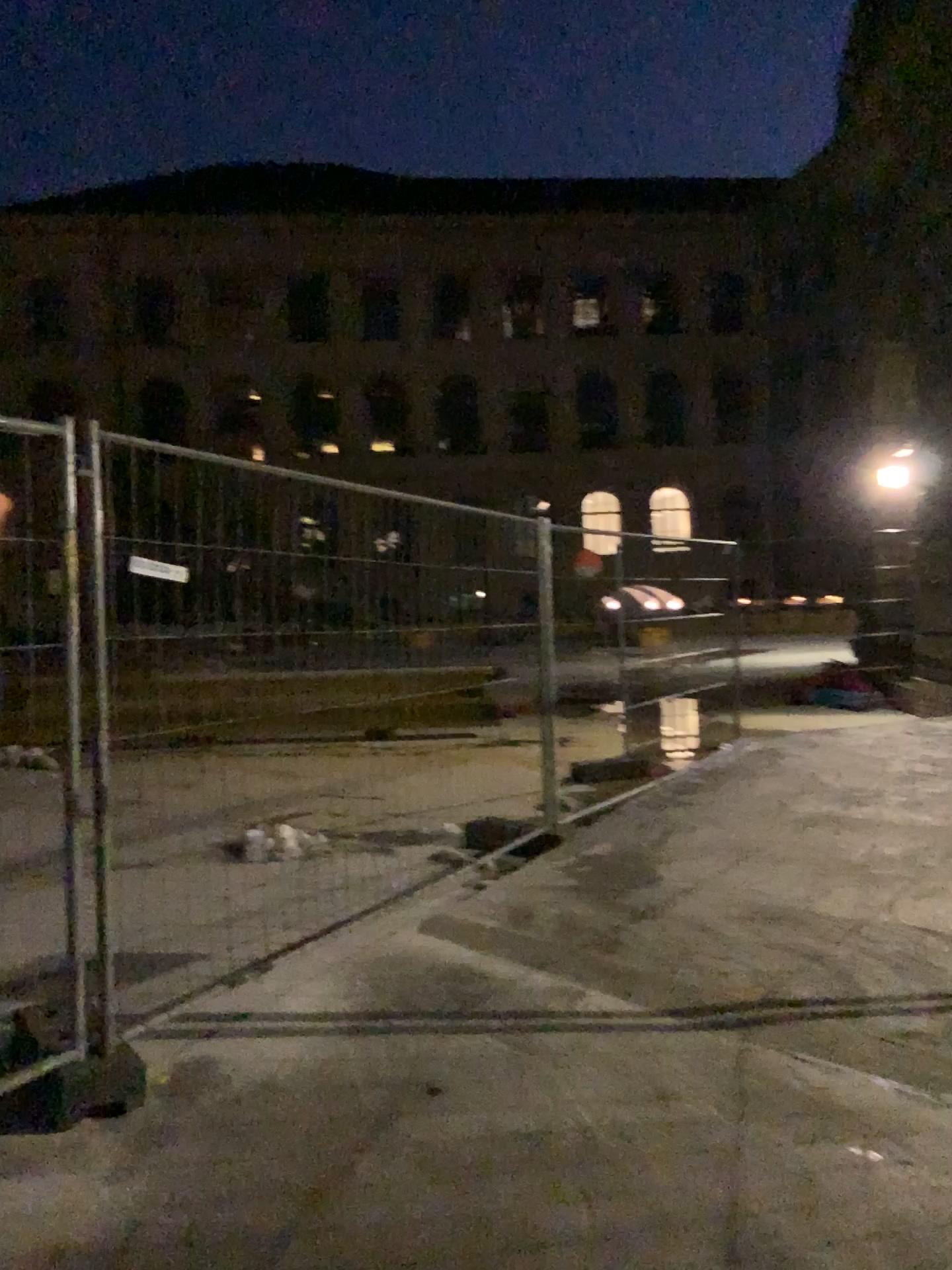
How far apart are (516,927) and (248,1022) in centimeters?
137cm
